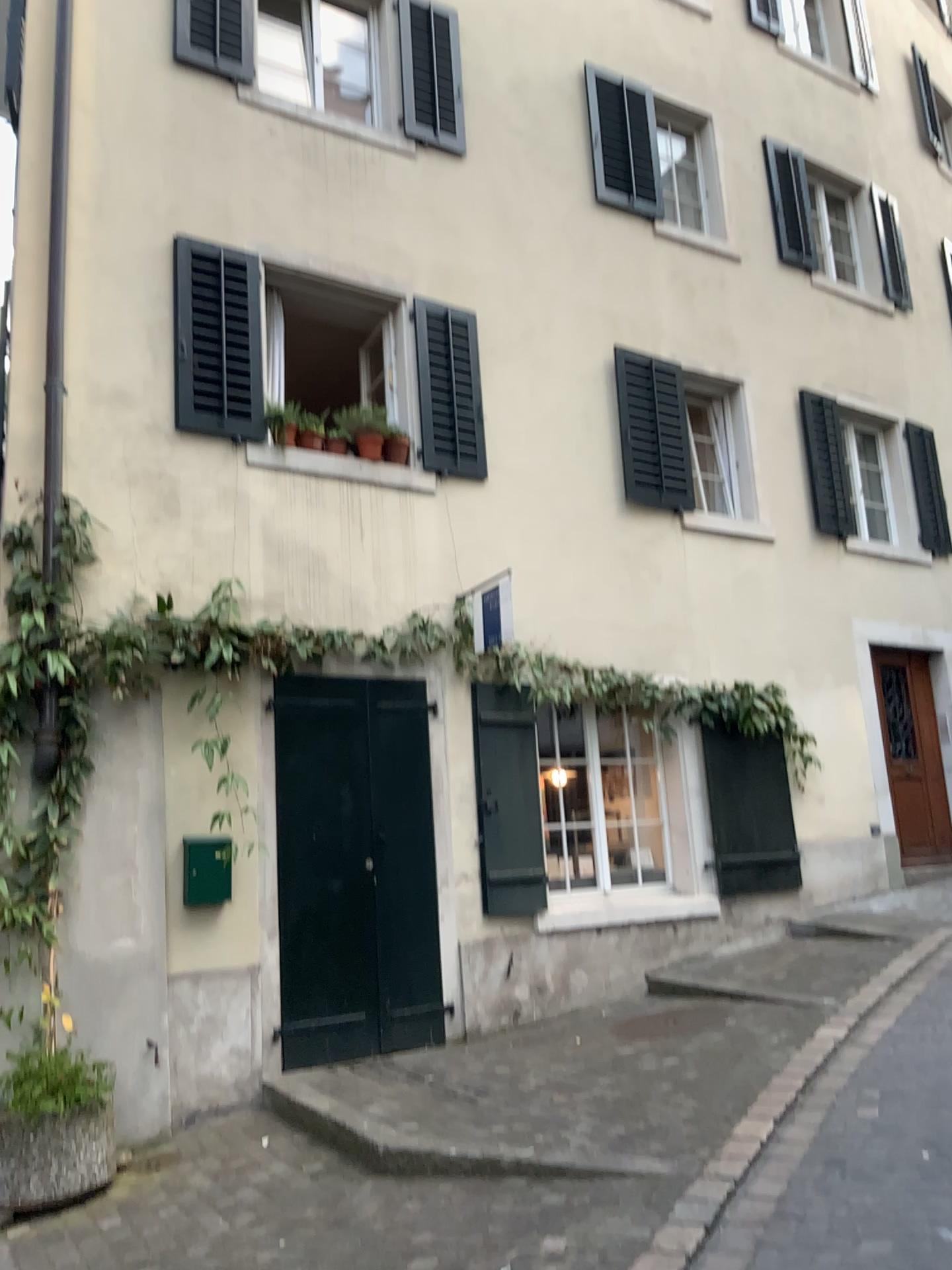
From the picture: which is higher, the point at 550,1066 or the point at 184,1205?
the point at 550,1066
